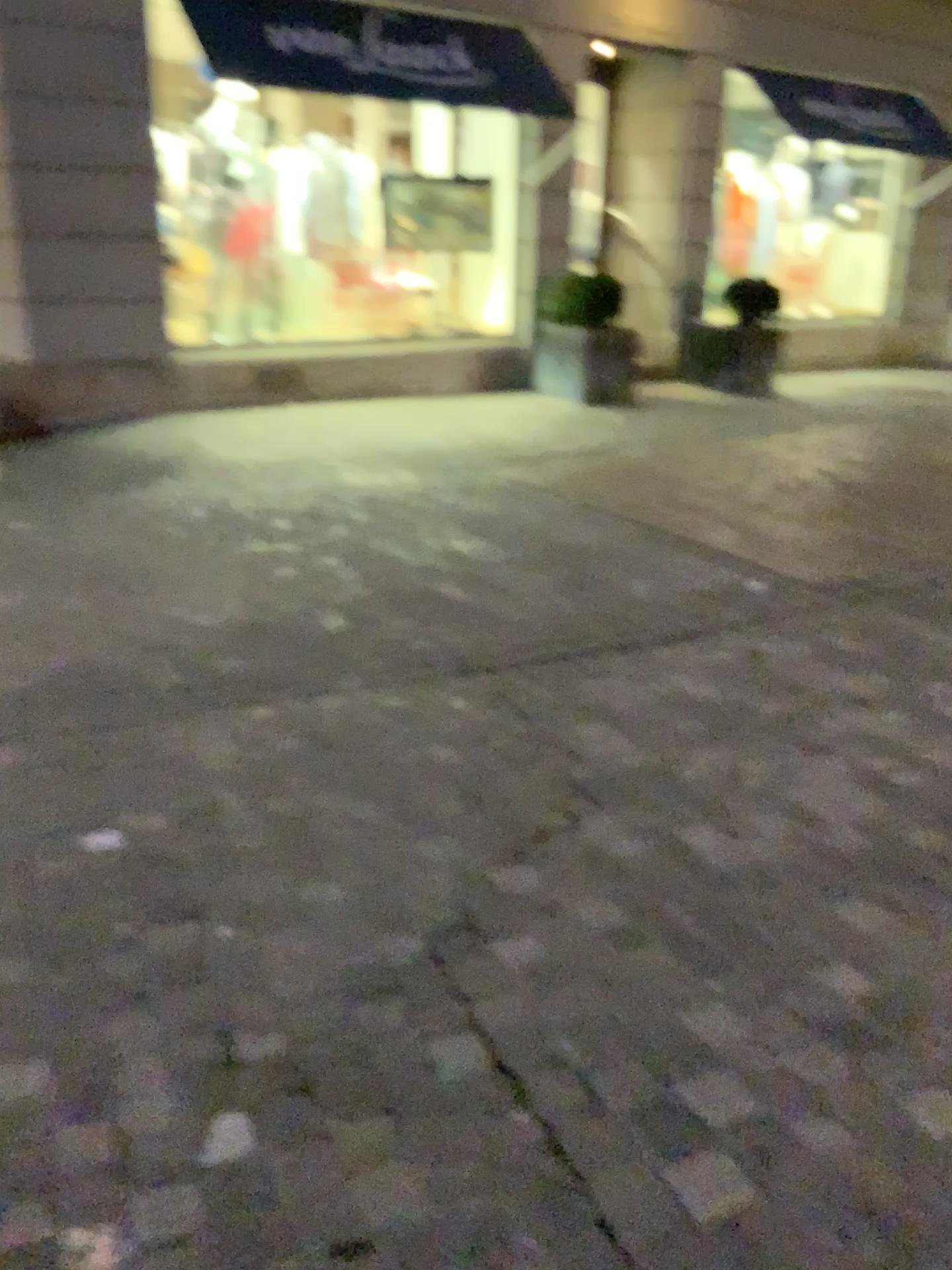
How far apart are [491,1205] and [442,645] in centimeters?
223cm
